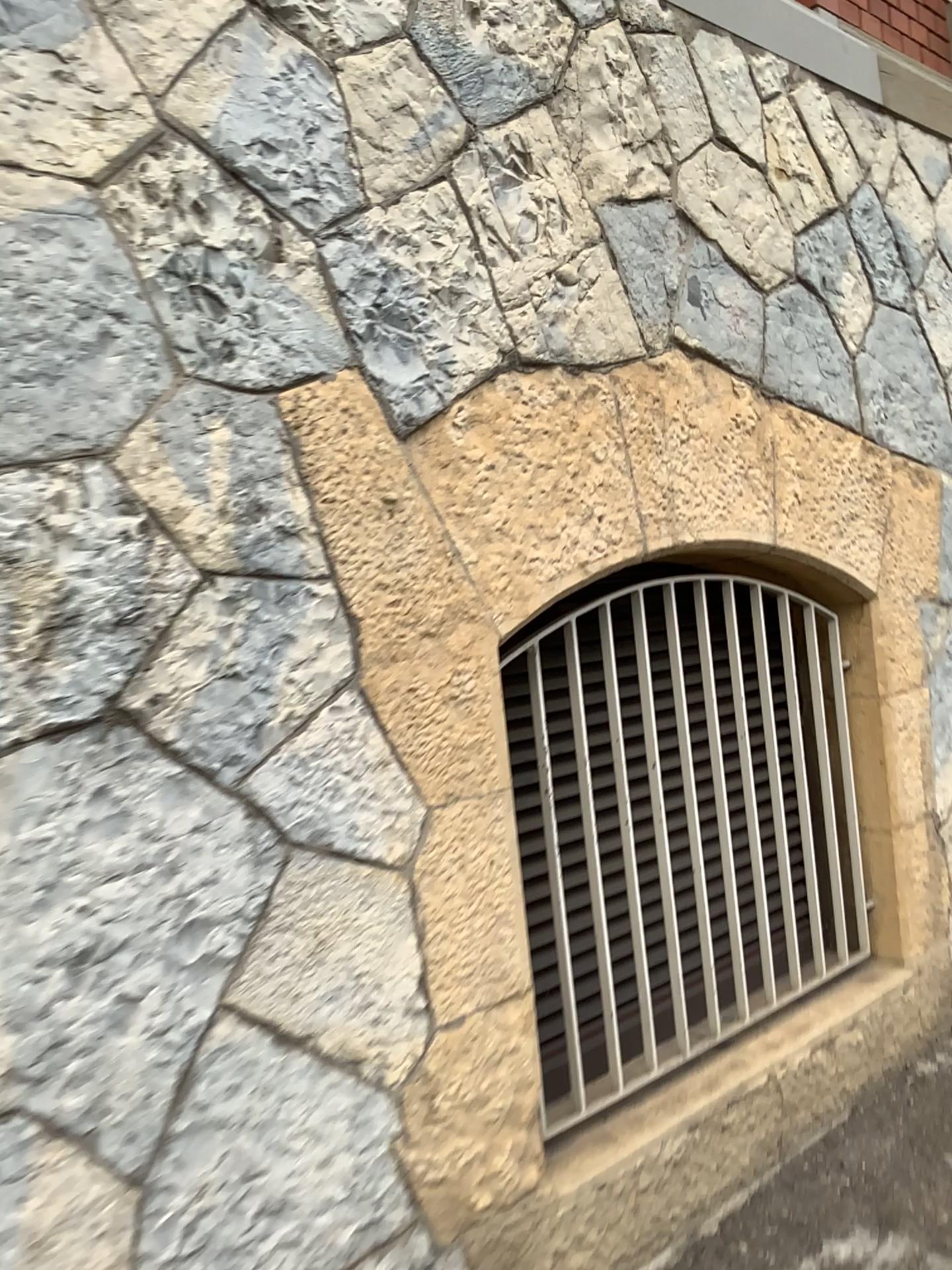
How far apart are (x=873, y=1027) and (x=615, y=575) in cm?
135
